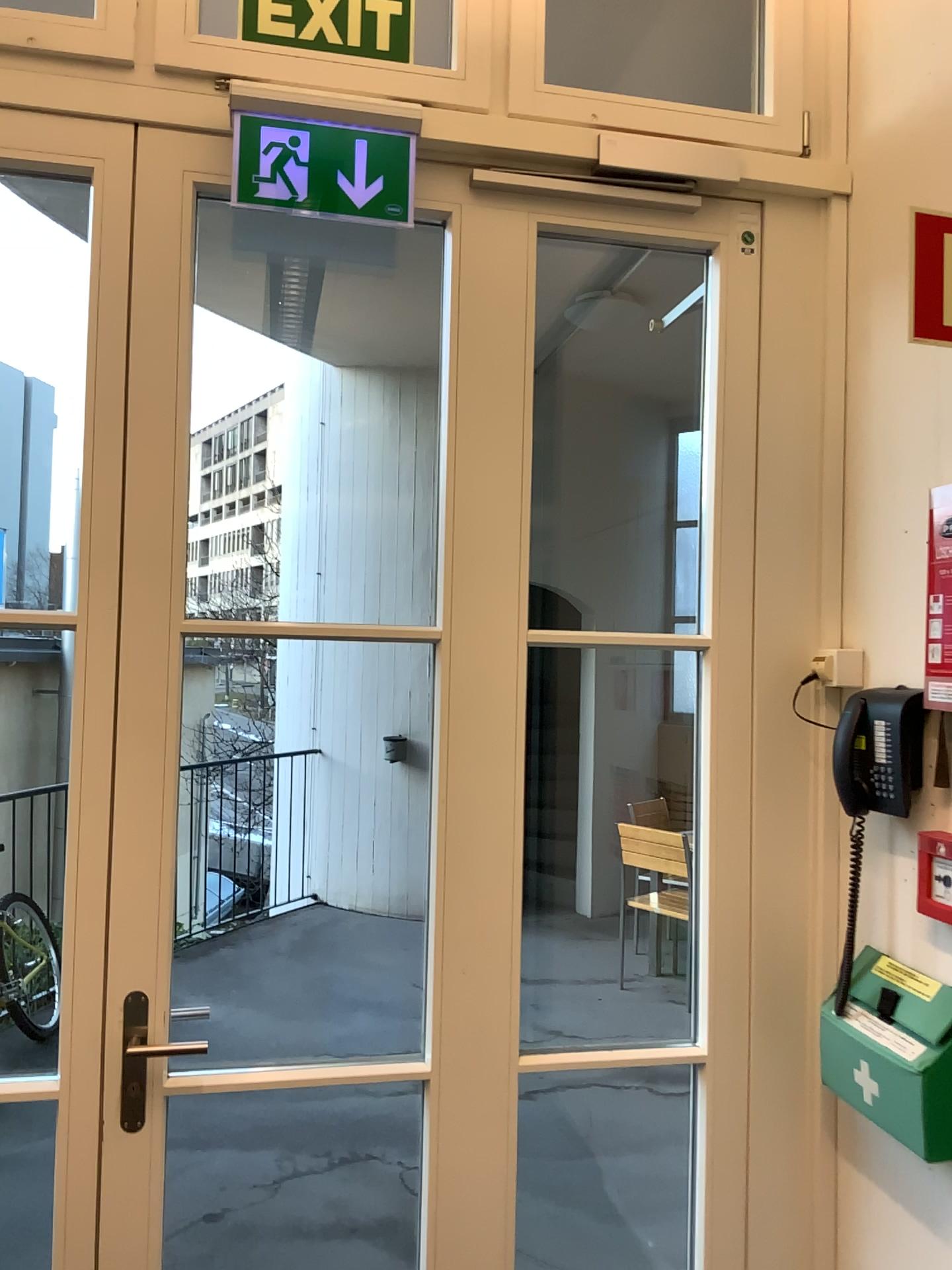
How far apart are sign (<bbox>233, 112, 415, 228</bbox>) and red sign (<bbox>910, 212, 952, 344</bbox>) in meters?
0.9 m

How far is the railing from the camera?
4.5m

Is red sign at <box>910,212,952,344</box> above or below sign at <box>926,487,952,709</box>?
above

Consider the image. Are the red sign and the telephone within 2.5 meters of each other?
yes

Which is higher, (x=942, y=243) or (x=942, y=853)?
(x=942, y=243)

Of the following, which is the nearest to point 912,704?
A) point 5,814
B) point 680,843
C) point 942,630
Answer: point 942,630

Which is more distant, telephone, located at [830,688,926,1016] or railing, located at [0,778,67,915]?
railing, located at [0,778,67,915]

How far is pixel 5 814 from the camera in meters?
4.5 m

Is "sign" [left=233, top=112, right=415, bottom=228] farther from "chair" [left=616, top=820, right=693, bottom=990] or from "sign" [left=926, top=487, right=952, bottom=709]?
"chair" [left=616, top=820, right=693, bottom=990]

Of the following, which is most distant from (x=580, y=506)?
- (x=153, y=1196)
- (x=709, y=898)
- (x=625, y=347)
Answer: (x=153, y=1196)
